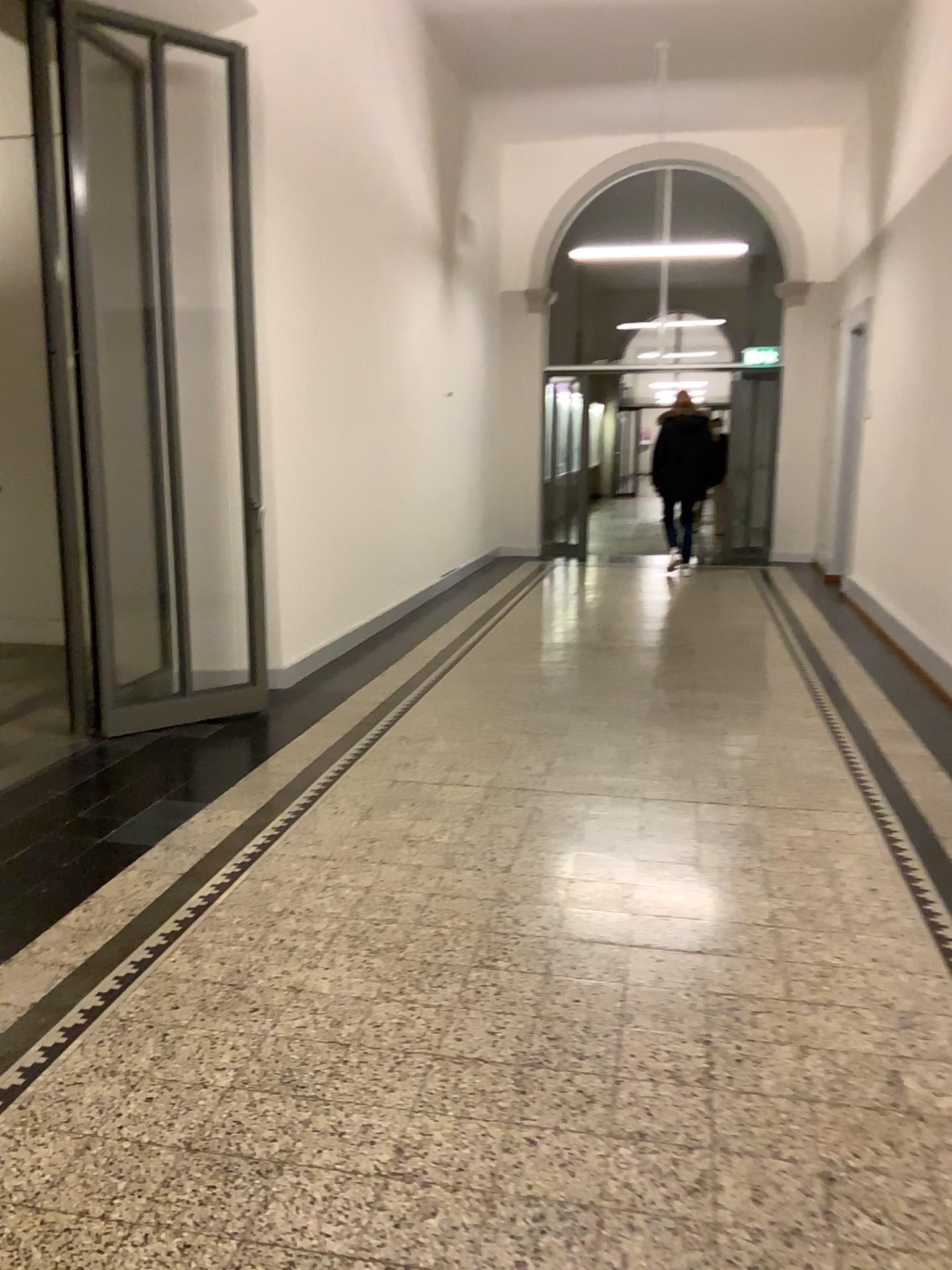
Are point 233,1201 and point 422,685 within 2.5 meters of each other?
no
